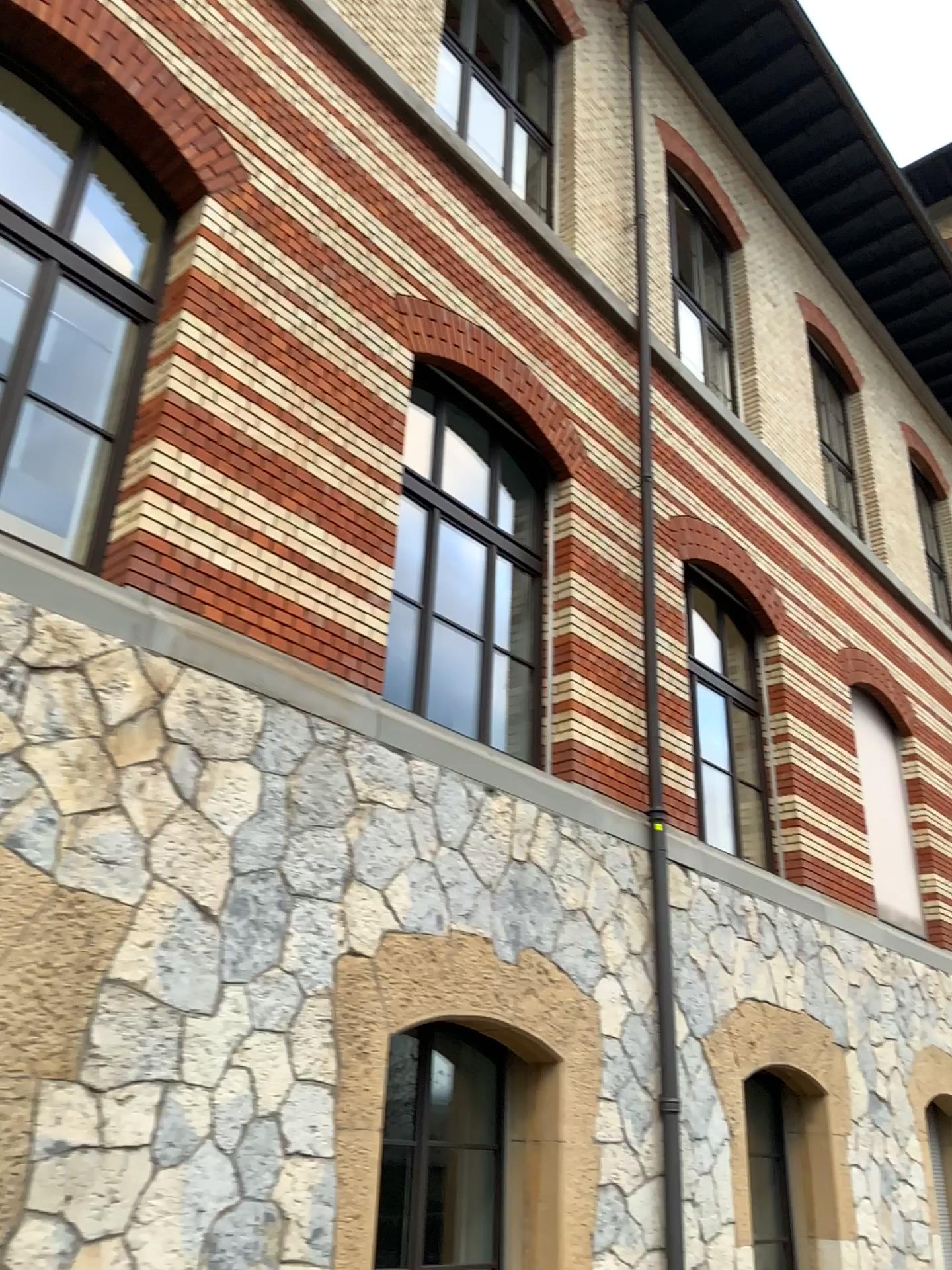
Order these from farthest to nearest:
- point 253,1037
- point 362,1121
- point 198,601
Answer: point 198,601 → point 362,1121 → point 253,1037
